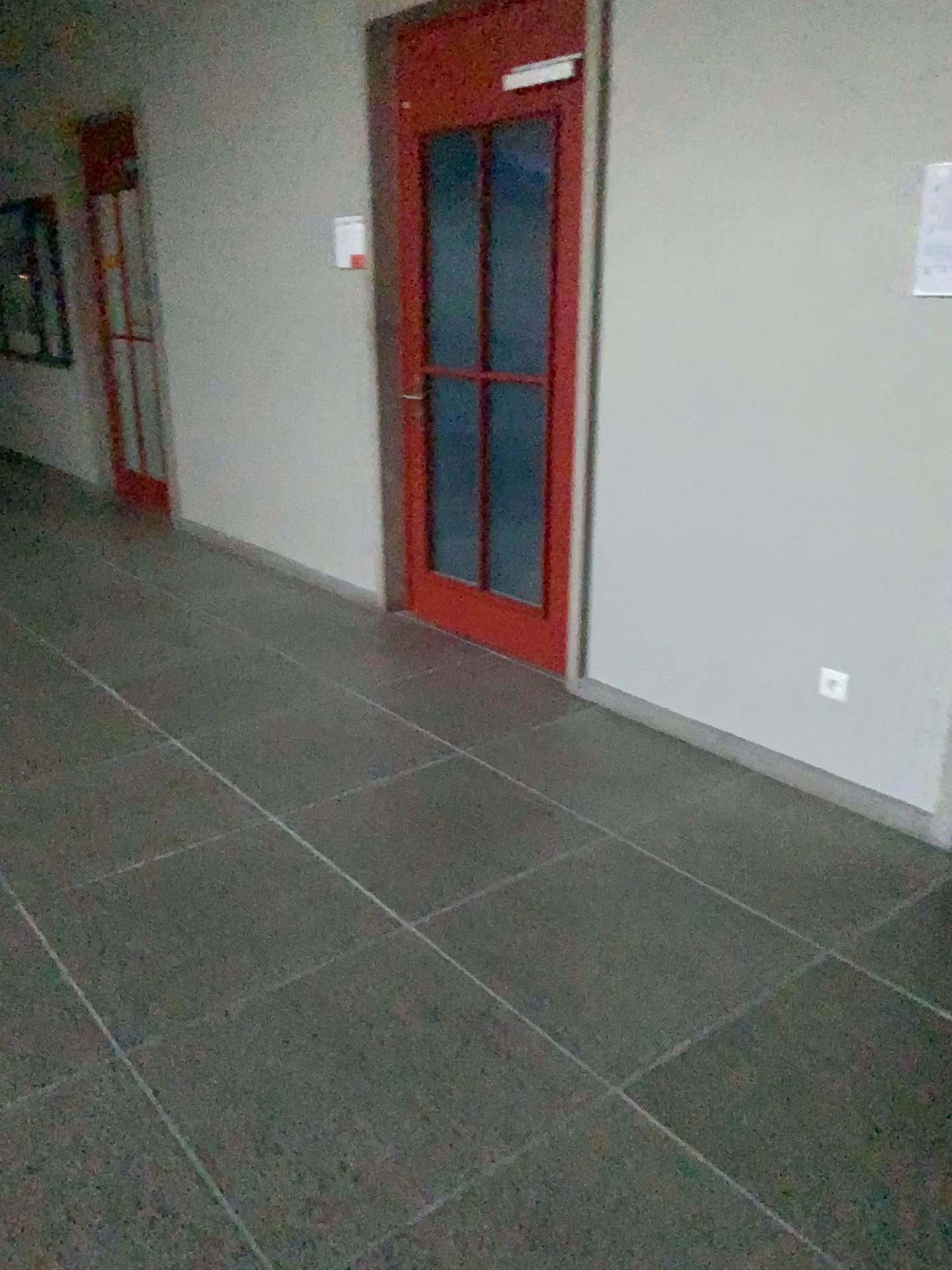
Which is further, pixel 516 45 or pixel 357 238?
pixel 357 238

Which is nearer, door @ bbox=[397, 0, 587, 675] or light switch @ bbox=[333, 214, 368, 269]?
door @ bbox=[397, 0, 587, 675]

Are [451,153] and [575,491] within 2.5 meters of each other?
yes

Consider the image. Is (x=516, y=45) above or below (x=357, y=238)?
above
